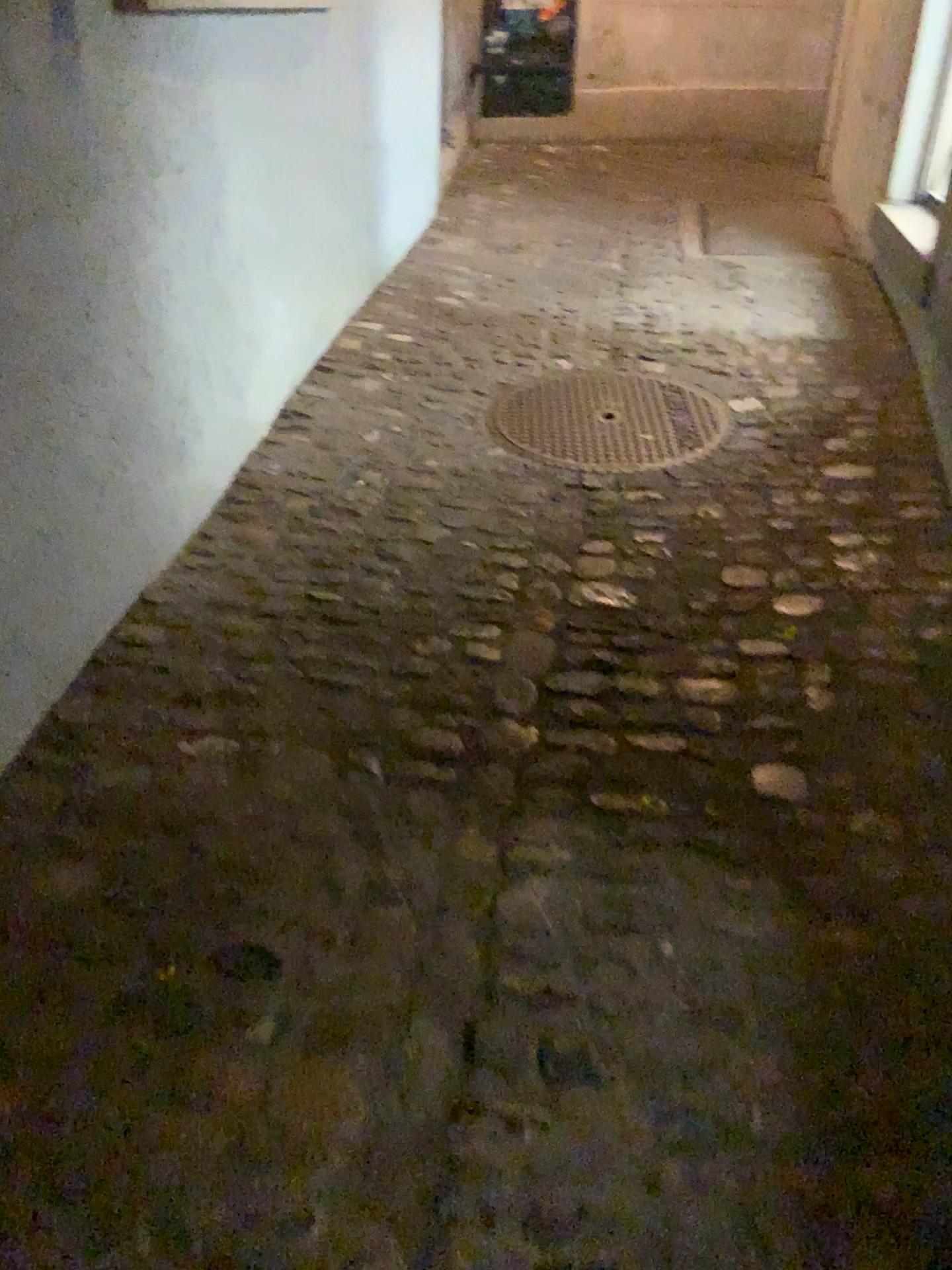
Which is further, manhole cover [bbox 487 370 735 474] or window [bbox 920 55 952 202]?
window [bbox 920 55 952 202]

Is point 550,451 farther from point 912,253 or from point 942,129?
point 942,129

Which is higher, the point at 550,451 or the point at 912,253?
the point at 912,253

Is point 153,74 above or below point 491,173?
above

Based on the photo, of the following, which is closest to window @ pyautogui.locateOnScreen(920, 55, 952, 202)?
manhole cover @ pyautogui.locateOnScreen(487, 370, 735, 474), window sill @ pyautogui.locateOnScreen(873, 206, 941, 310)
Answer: window sill @ pyautogui.locateOnScreen(873, 206, 941, 310)

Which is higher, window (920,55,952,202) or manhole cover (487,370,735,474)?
window (920,55,952,202)

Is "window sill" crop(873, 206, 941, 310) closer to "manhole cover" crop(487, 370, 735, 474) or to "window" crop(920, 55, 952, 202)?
"window" crop(920, 55, 952, 202)

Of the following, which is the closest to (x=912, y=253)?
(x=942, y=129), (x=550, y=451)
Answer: (x=942, y=129)

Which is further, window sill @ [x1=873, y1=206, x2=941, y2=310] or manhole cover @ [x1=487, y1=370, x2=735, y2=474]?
window sill @ [x1=873, y1=206, x2=941, y2=310]
